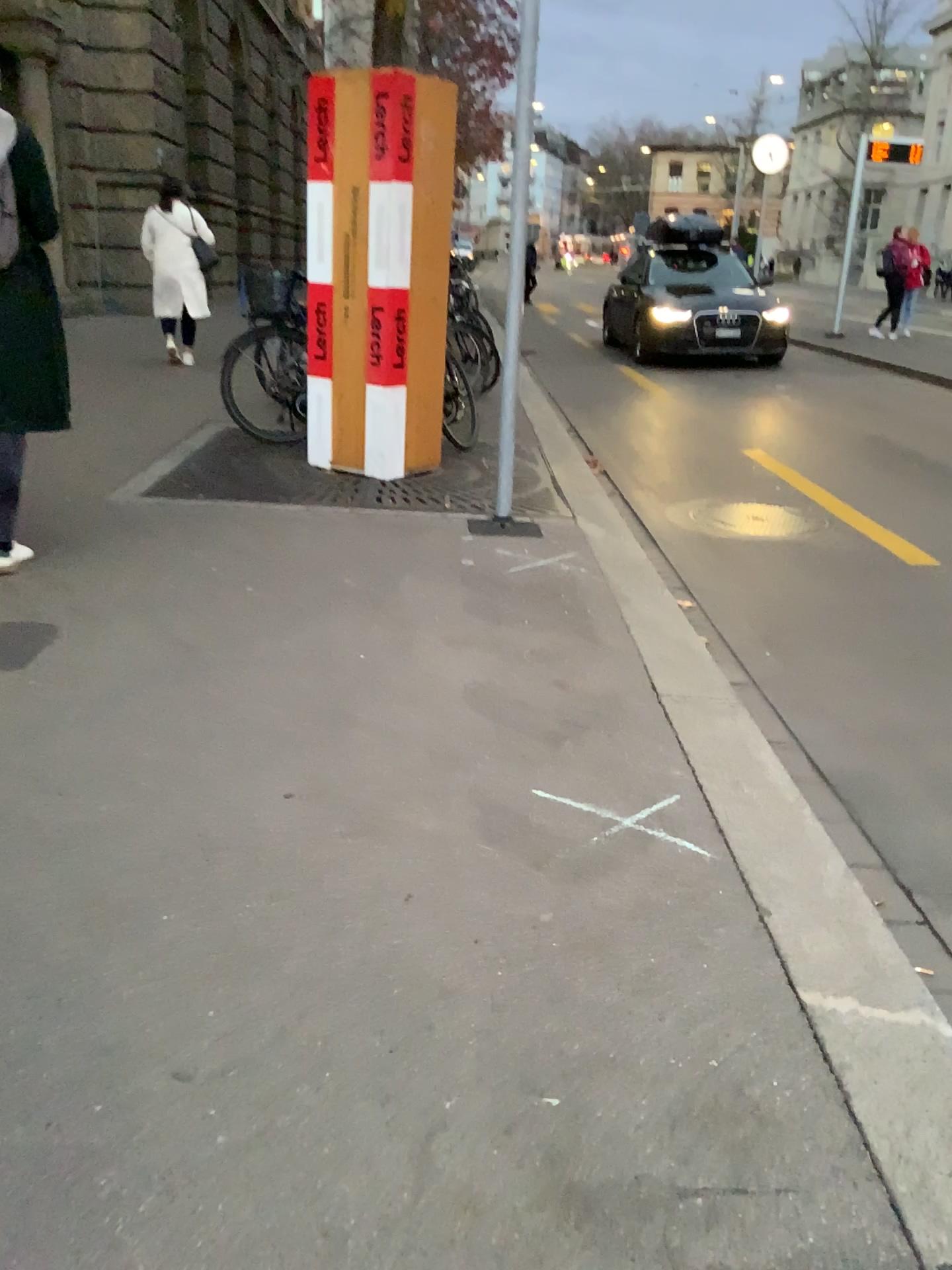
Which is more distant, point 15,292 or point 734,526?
point 734,526

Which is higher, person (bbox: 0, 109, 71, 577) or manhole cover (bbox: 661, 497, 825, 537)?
person (bbox: 0, 109, 71, 577)

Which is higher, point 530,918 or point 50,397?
point 50,397

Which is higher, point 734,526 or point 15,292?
point 15,292

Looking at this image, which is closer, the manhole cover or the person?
the person
